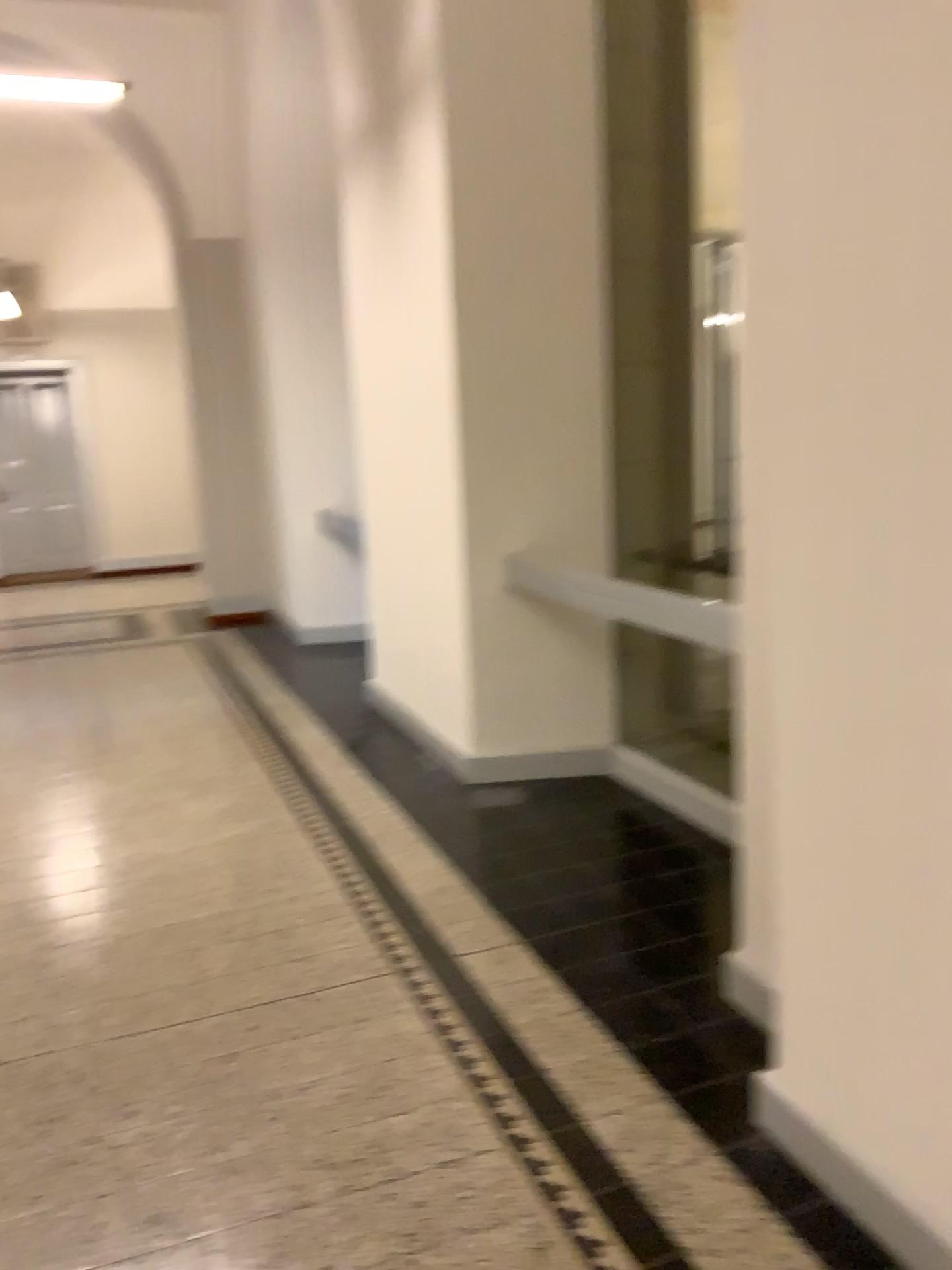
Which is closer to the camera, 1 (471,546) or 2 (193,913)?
2 (193,913)
